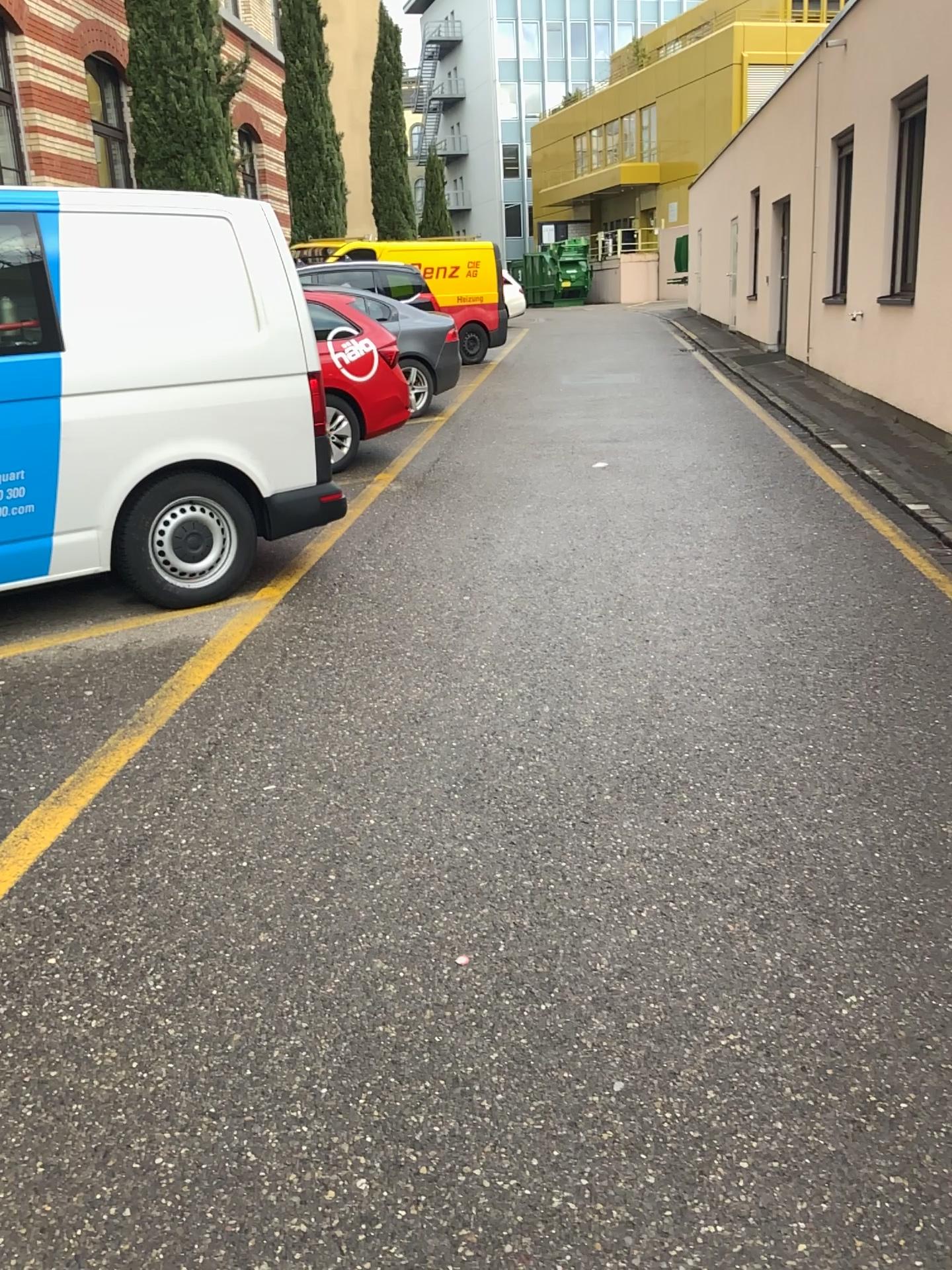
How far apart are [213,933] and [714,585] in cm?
311
